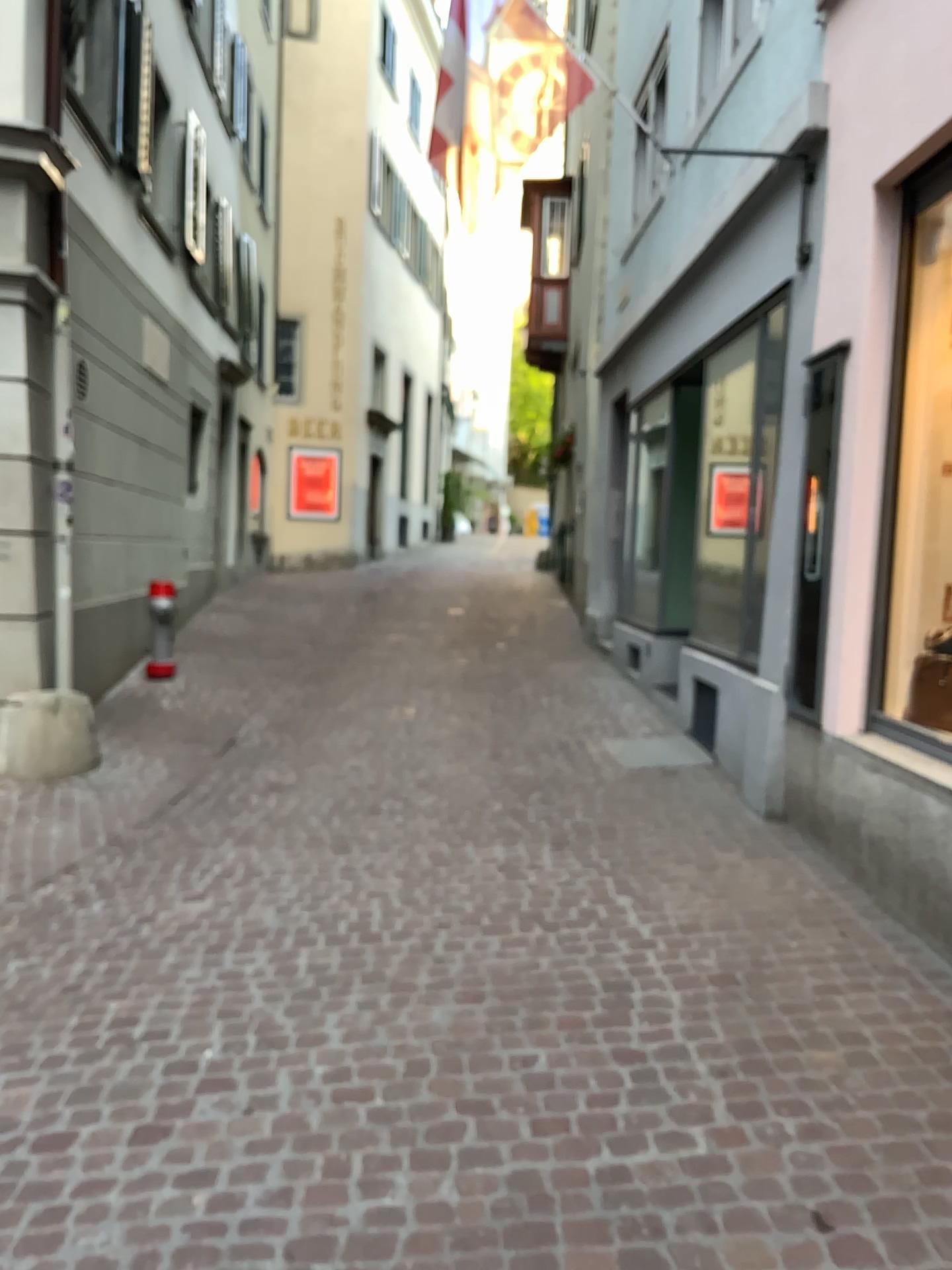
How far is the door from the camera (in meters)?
4.48

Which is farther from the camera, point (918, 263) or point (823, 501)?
point (823, 501)

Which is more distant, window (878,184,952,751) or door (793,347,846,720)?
door (793,347,846,720)

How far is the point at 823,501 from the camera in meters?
4.5

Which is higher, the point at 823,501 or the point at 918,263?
the point at 918,263

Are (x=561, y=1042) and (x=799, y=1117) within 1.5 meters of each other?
yes
